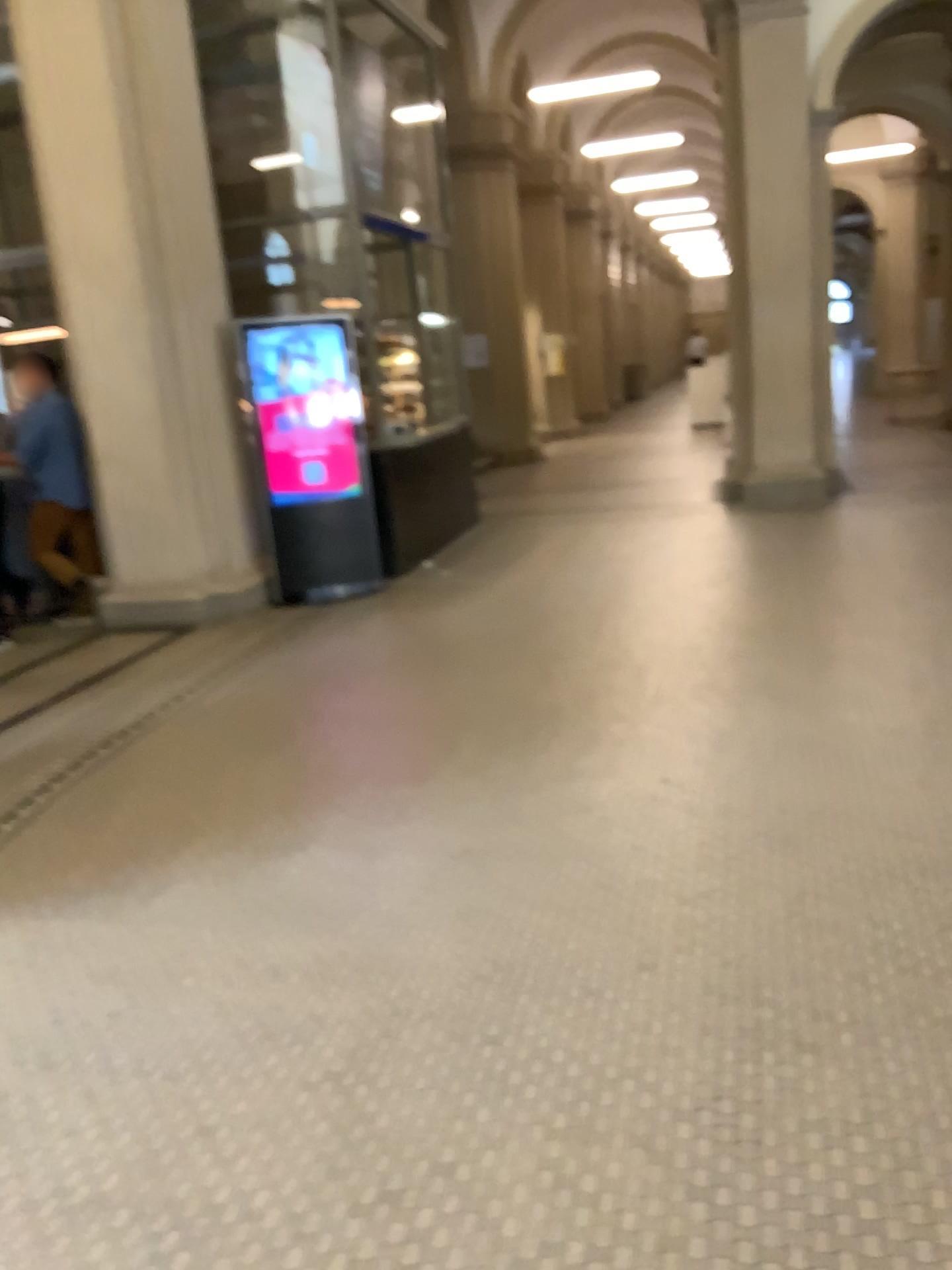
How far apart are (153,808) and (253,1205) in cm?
210
